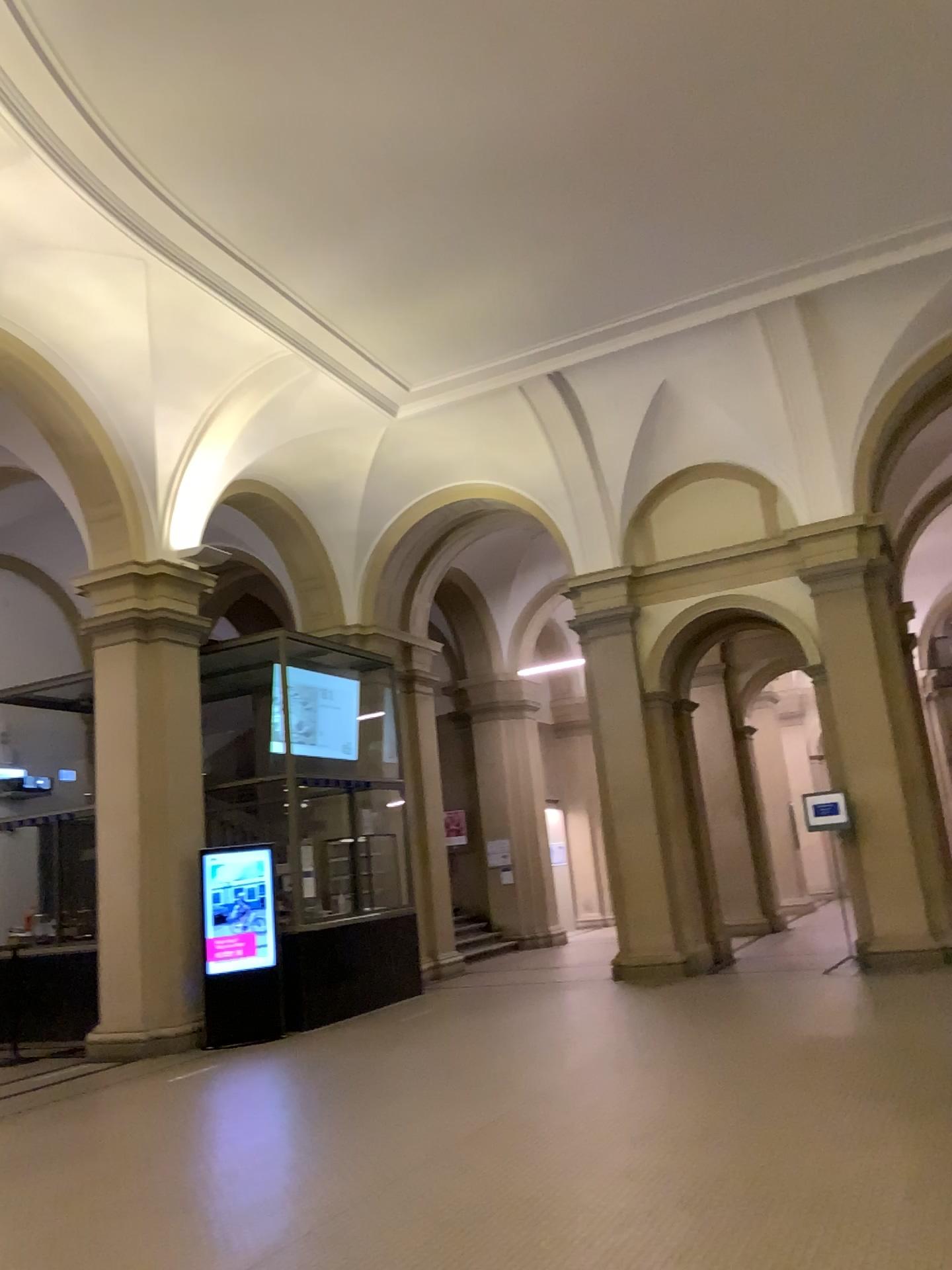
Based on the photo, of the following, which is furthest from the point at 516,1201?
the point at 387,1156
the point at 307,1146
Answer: the point at 307,1146
